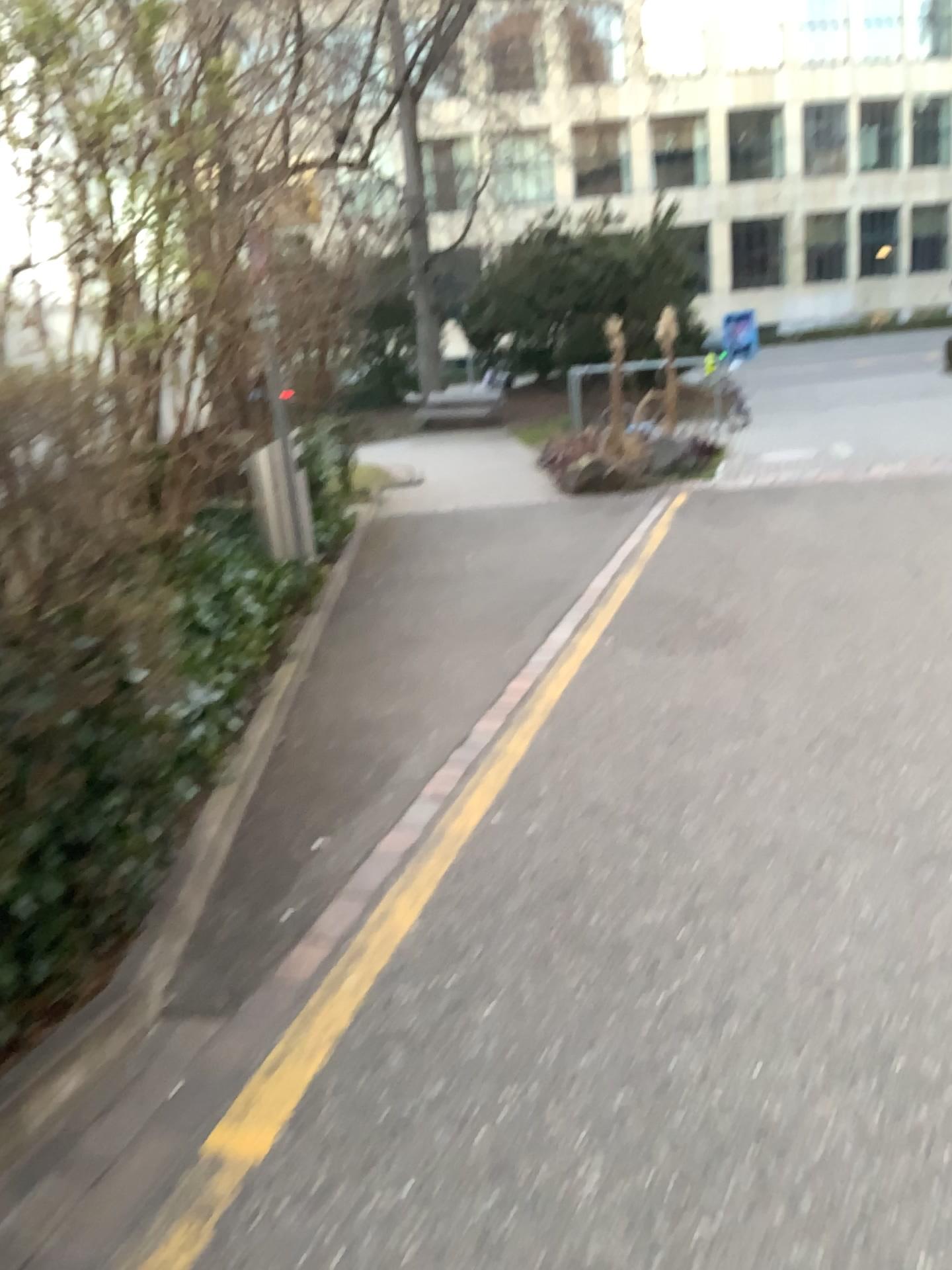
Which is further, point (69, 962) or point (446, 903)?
point (446, 903)
